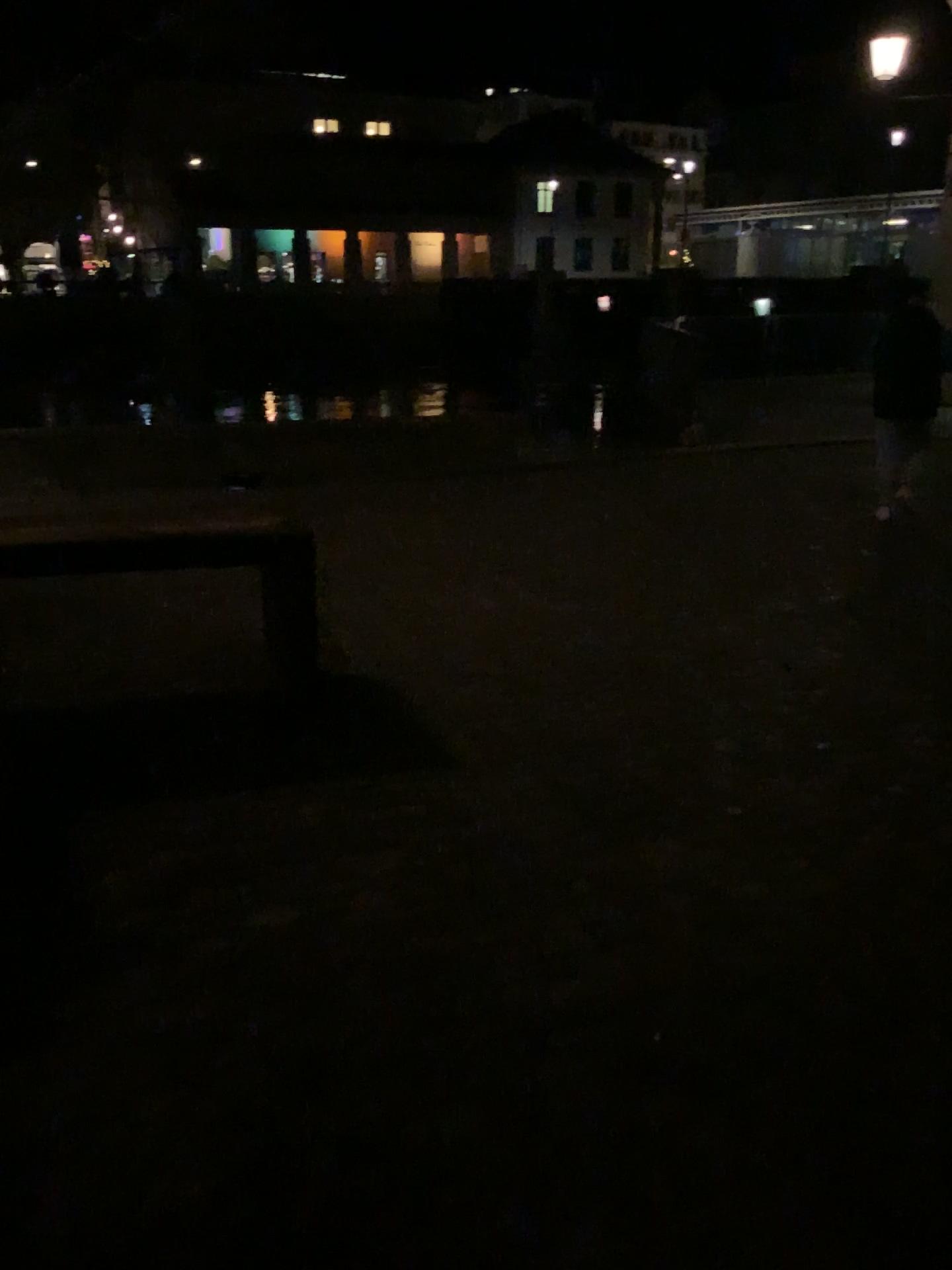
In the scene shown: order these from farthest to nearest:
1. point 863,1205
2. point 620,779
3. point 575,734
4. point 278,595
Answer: point 278,595 < point 575,734 < point 620,779 < point 863,1205
